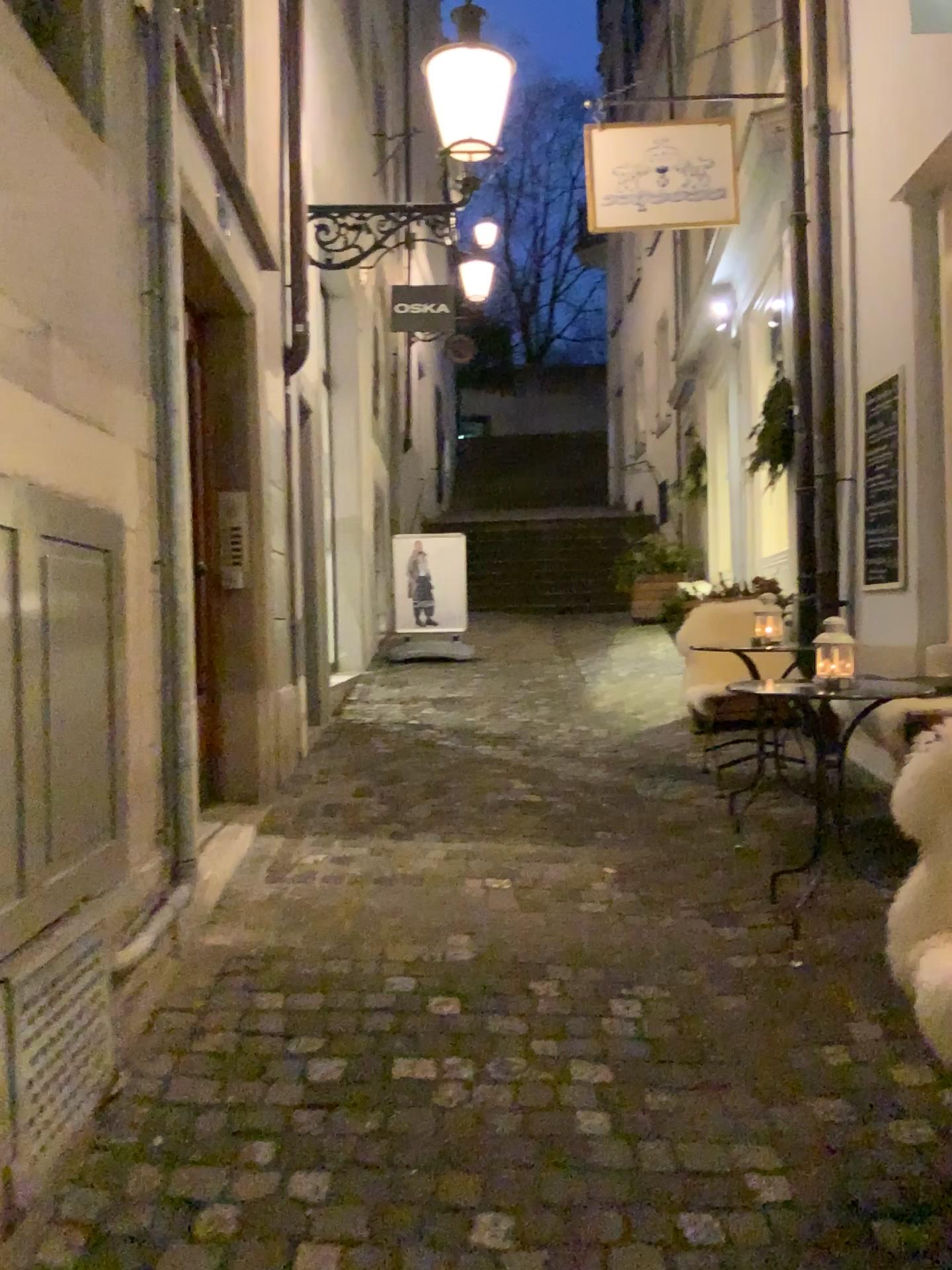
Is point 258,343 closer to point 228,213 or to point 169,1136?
point 228,213
